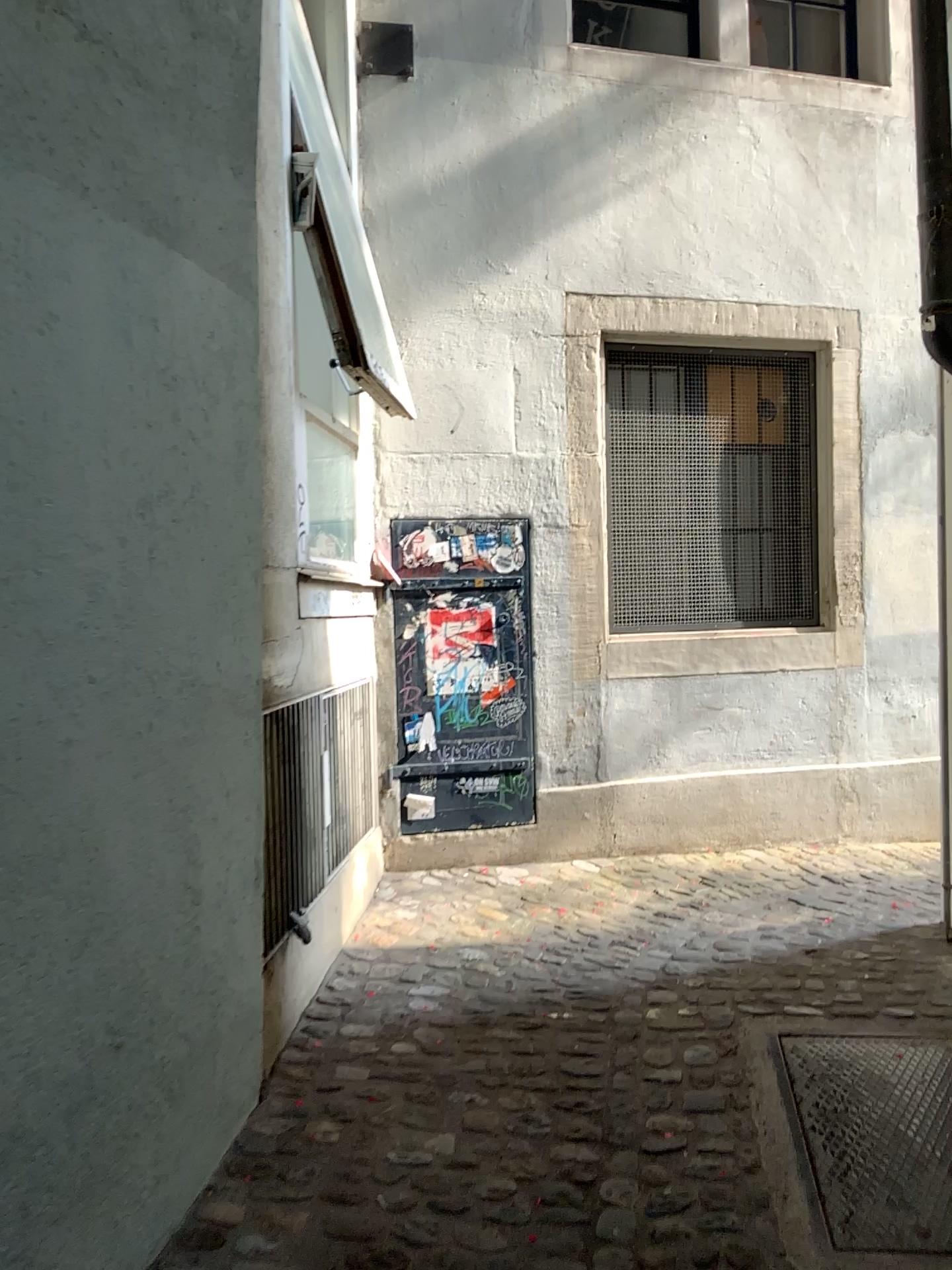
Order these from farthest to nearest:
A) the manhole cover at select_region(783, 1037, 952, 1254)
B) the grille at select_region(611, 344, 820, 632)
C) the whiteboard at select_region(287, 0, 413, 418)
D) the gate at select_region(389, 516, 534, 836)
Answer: the grille at select_region(611, 344, 820, 632)
the gate at select_region(389, 516, 534, 836)
the whiteboard at select_region(287, 0, 413, 418)
the manhole cover at select_region(783, 1037, 952, 1254)

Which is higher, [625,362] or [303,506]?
[625,362]

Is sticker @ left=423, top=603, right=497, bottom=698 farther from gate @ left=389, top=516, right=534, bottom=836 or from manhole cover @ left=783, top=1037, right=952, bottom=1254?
manhole cover @ left=783, top=1037, right=952, bottom=1254

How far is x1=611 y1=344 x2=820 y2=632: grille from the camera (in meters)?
4.51

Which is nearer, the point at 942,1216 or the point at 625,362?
the point at 942,1216

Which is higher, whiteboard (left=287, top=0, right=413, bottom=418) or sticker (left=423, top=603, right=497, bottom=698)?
whiteboard (left=287, top=0, right=413, bottom=418)

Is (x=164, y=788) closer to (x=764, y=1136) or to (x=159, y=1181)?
(x=159, y=1181)

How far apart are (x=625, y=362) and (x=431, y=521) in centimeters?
112cm

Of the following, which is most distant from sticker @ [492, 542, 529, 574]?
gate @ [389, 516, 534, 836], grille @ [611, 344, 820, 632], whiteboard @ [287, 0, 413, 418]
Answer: whiteboard @ [287, 0, 413, 418]

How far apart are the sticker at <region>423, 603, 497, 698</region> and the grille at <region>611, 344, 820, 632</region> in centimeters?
56cm
